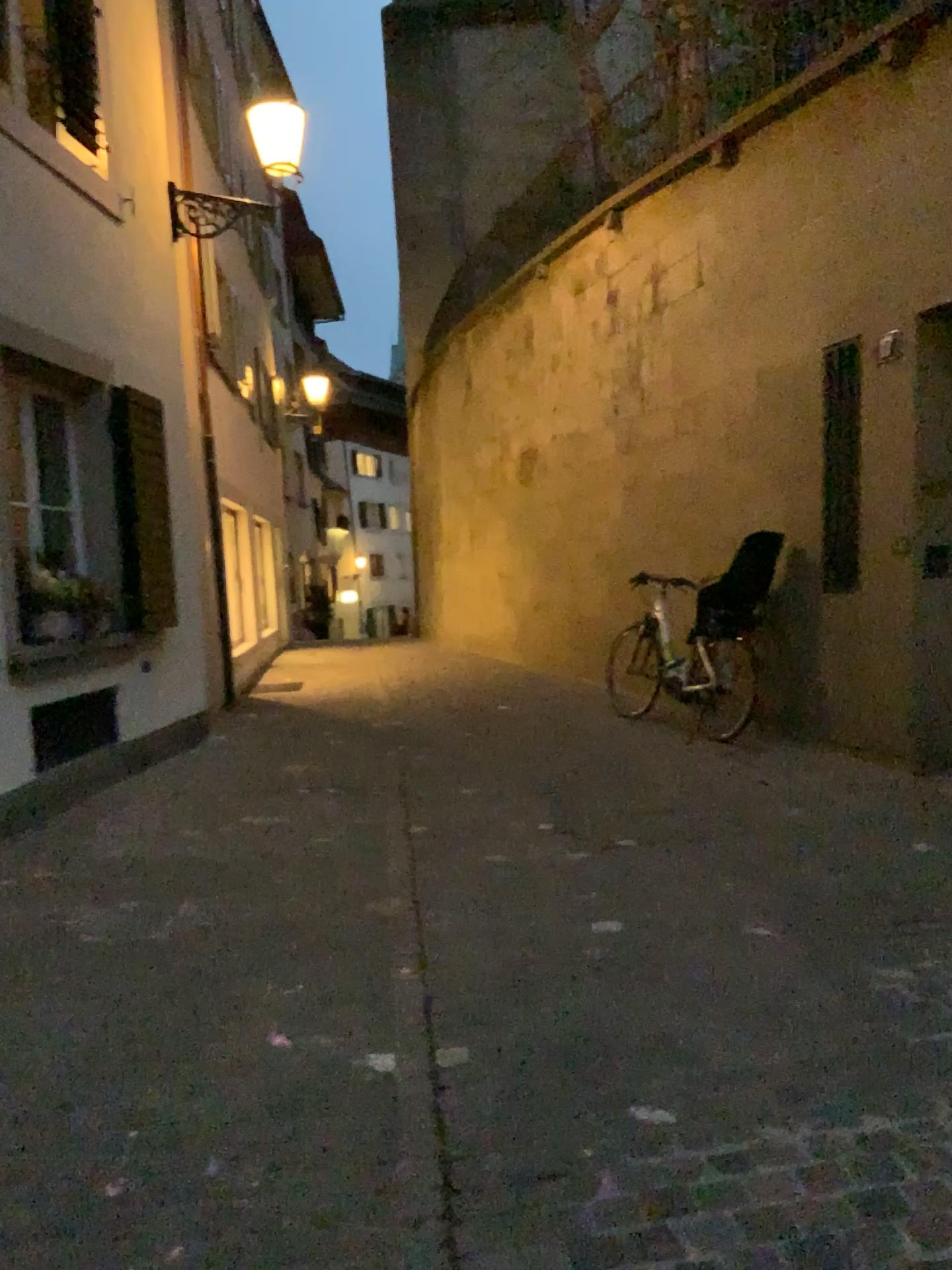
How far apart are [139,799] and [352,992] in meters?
2.5 m
